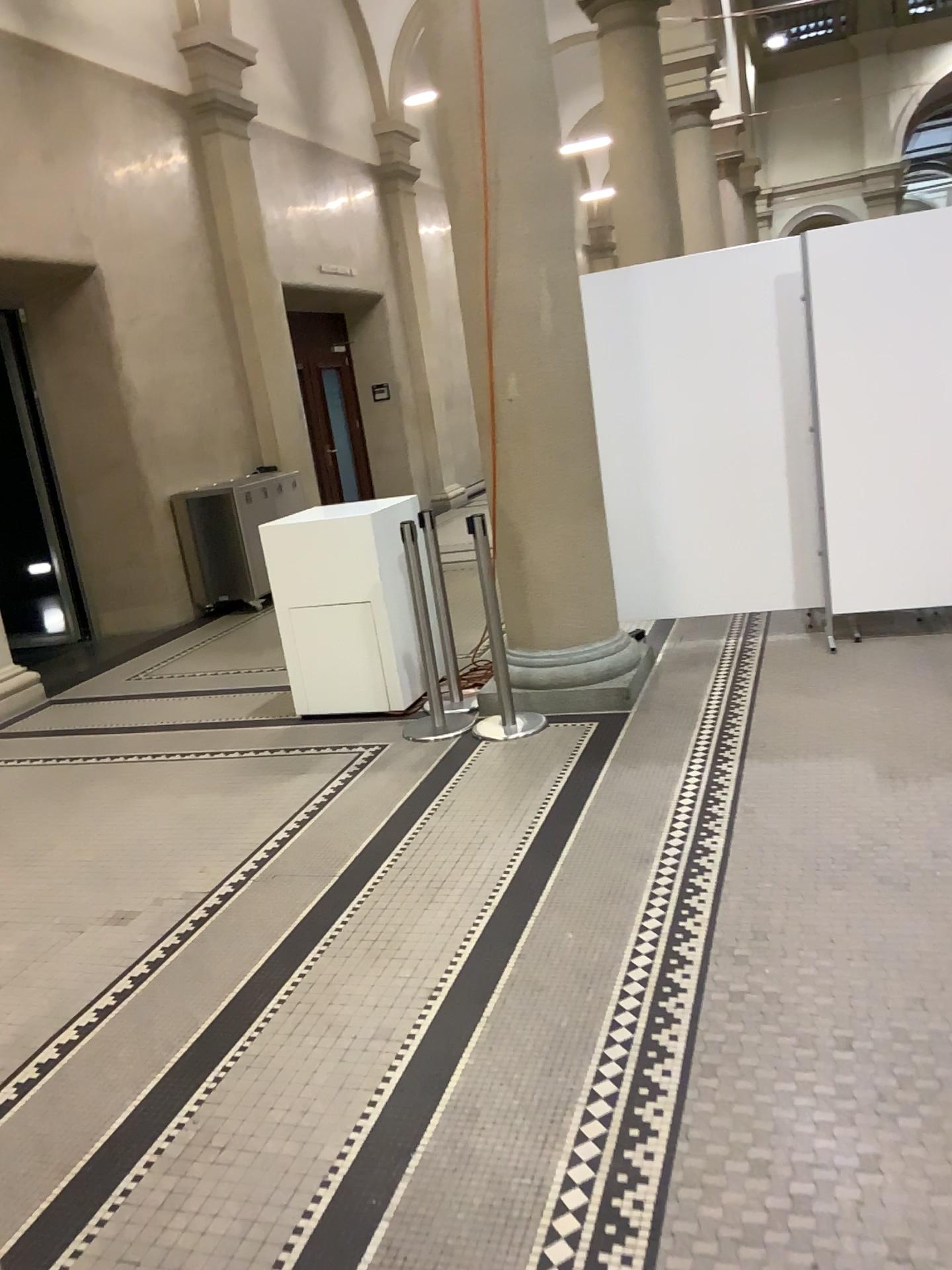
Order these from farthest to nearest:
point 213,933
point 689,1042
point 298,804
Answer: point 298,804 → point 213,933 → point 689,1042
